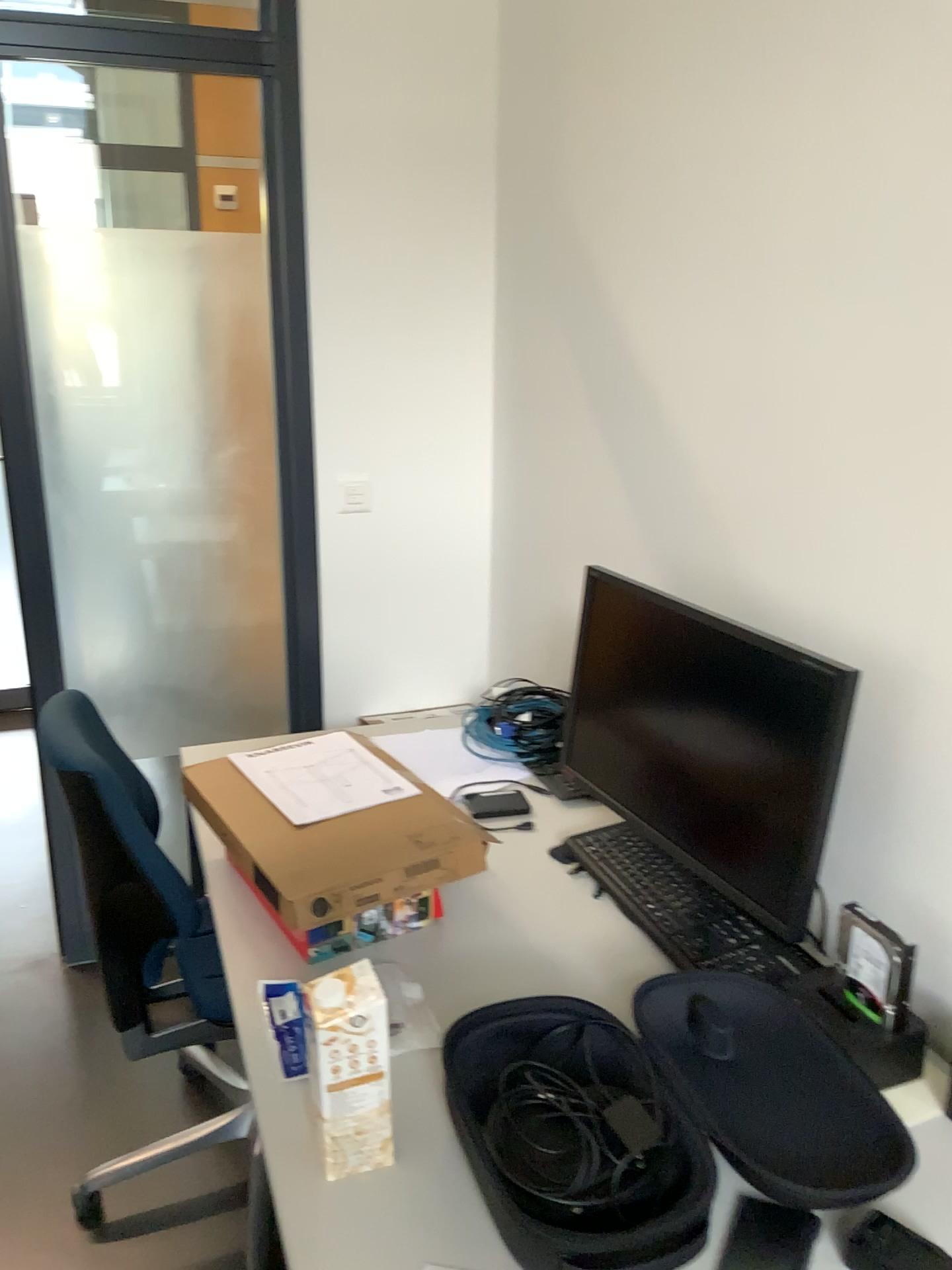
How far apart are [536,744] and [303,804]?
0.69m

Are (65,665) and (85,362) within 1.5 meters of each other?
yes

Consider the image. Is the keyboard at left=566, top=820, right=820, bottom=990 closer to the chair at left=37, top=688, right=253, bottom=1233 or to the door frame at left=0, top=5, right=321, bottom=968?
the chair at left=37, top=688, right=253, bottom=1233

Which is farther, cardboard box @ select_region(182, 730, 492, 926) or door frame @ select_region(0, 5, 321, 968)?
door frame @ select_region(0, 5, 321, 968)

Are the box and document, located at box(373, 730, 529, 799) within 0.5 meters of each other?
no

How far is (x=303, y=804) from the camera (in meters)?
1.56

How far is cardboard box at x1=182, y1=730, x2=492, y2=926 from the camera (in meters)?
1.39

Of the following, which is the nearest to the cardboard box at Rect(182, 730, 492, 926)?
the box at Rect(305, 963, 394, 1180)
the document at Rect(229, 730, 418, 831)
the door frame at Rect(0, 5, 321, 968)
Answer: the document at Rect(229, 730, 418, 831)

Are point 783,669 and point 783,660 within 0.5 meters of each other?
yes

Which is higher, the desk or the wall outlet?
the wall outlet
